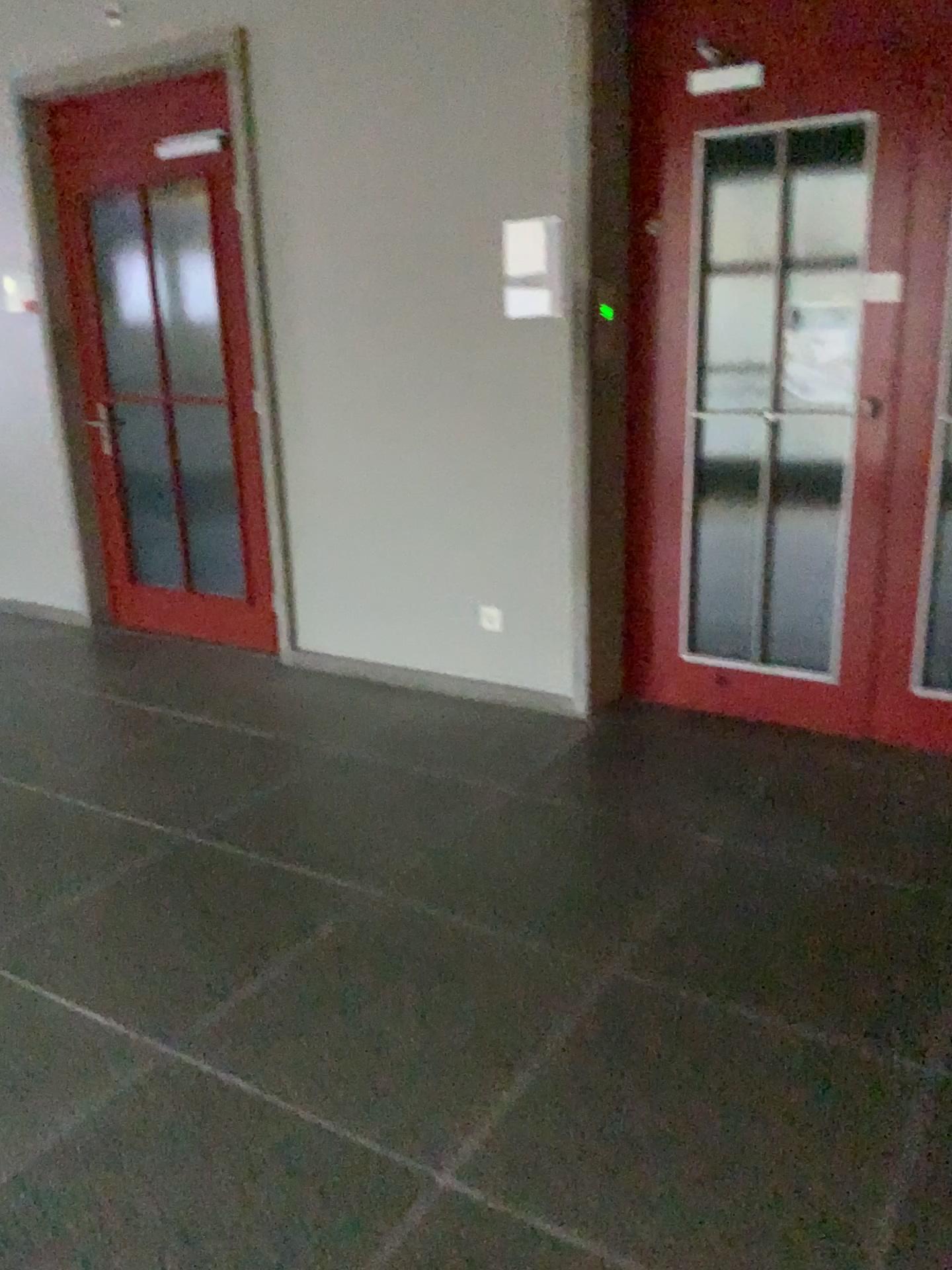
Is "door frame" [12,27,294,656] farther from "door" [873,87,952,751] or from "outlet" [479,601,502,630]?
"door" [873,87,952,751]

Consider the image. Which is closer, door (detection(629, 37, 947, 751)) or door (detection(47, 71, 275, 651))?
door (detection(629, 37, 947, 751))

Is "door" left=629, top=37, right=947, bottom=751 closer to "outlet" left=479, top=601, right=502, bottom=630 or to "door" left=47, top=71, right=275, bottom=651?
"outlet" left=479, top=601, right=502, bottom=630

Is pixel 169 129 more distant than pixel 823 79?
Yes

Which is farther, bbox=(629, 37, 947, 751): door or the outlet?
the outlet

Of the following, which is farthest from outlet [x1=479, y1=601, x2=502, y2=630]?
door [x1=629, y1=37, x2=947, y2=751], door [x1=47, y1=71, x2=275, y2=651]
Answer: door [x1=47, y1=71, x2=275, y2=651]

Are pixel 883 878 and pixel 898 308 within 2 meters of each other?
yes

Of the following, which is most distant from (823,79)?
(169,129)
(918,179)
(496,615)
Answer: (169,129)

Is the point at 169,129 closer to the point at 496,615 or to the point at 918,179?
the point at 496,615

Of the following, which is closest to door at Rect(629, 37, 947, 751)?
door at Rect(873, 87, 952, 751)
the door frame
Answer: door at Rect(873, 87, 952, 751)
